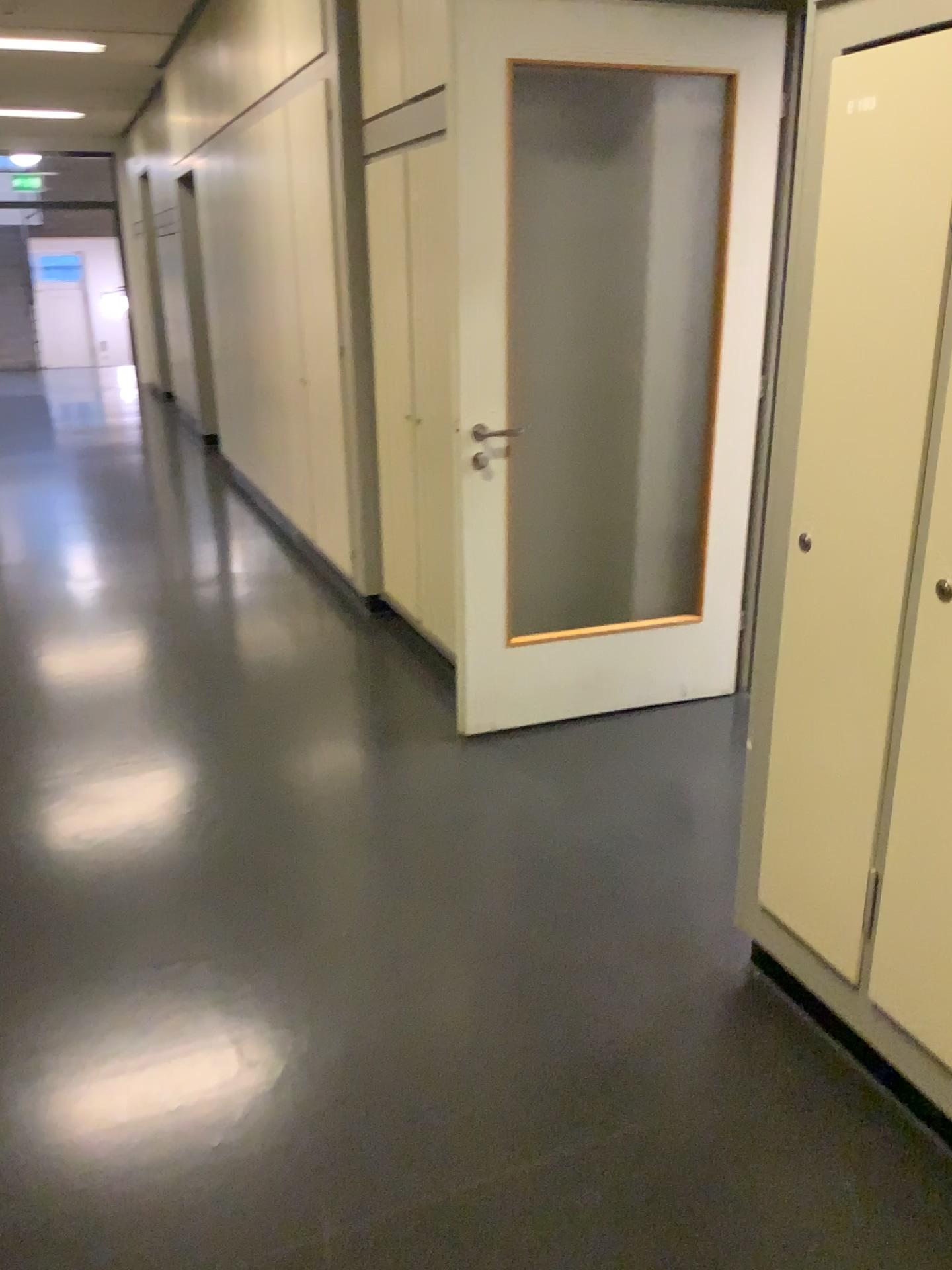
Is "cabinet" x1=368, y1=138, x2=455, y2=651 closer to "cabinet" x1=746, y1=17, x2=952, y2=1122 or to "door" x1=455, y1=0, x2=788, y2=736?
"door" x1=455, y1=0, x2=788, y2=736

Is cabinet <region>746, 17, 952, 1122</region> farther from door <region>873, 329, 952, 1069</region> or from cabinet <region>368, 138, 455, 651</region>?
cabinet <region>368, 138, 455, 651</region>

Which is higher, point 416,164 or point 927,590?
point 416,164

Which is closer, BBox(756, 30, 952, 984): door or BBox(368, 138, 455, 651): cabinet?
BBox(756, 30, 952, 984): door

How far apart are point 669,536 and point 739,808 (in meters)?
1.34

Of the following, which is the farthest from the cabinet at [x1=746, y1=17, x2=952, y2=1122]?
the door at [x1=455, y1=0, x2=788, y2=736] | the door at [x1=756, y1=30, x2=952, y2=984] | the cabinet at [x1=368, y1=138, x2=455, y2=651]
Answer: the cabinet at [x1=368, y1=138, x2=455, y2=651]

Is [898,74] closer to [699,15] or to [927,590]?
[927,590]

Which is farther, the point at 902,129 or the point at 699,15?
the point at 699,15

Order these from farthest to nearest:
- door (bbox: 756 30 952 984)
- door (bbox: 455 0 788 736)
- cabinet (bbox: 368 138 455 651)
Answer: cabinet (bbox: 368 138 455 651)
door (bbox: 455 0 788 736)
door (bbox: 756 30 952 984)

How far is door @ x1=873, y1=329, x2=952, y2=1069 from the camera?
1.6m
